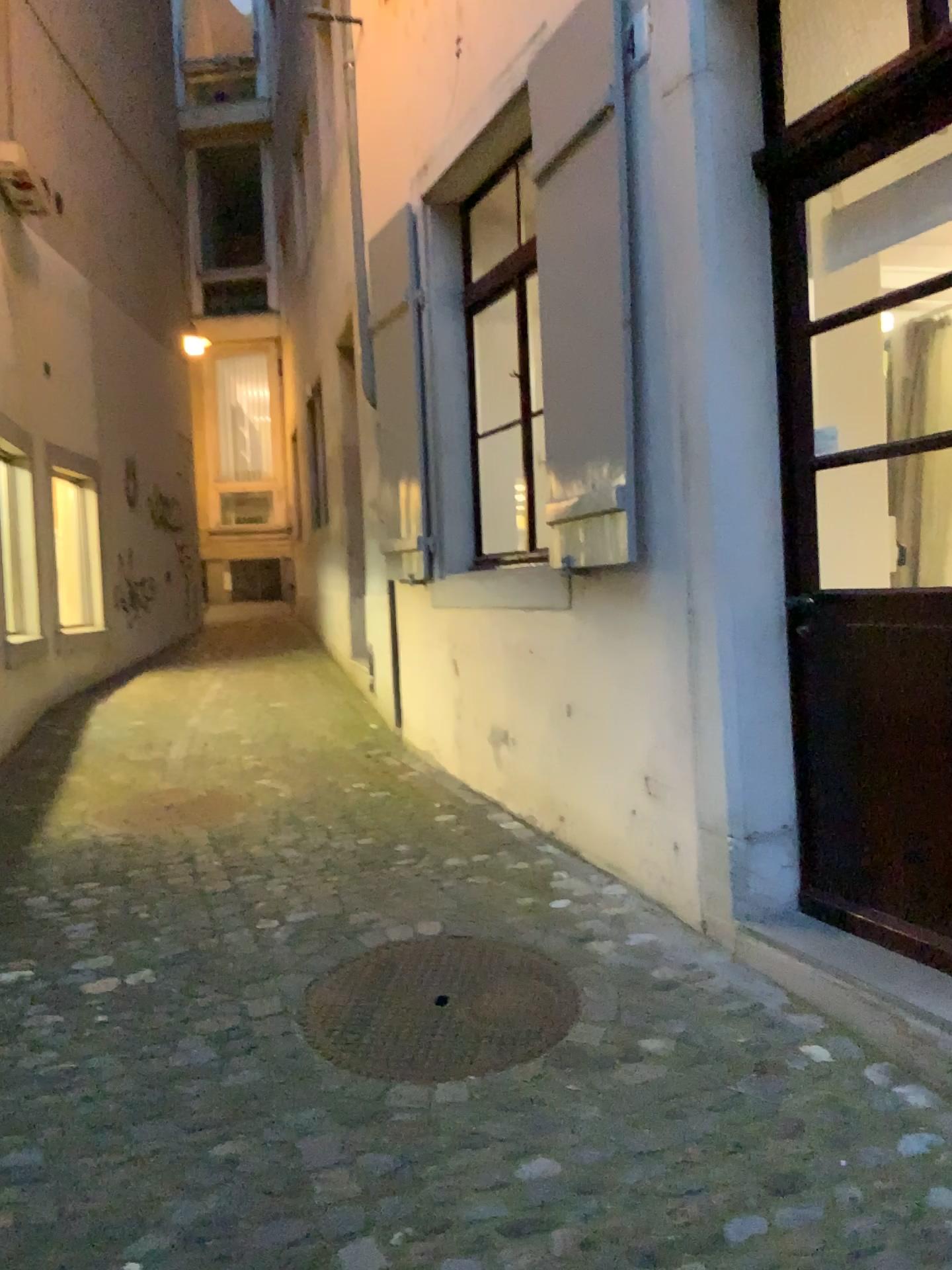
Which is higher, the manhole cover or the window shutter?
the window shutter

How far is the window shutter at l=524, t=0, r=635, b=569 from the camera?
3.3m

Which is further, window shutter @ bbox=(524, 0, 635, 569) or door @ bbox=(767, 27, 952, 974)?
window shutter @ bbox=(524, 0, 635, 569)

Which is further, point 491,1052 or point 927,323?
point 927,323

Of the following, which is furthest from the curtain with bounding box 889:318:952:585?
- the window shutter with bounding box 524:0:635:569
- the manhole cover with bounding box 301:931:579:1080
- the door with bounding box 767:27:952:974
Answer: the manhole cover with bounding box 301:931:579:1080

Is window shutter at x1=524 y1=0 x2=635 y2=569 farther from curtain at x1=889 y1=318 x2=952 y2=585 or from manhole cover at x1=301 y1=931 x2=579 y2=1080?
manhole cover at x1=301 y1=931 x2=579 y2=1080

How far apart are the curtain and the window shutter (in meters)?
0.86

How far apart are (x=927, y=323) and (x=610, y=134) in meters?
1.1

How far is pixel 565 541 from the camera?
3.5m

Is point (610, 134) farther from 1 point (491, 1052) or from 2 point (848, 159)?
1 point (491, 1052)
